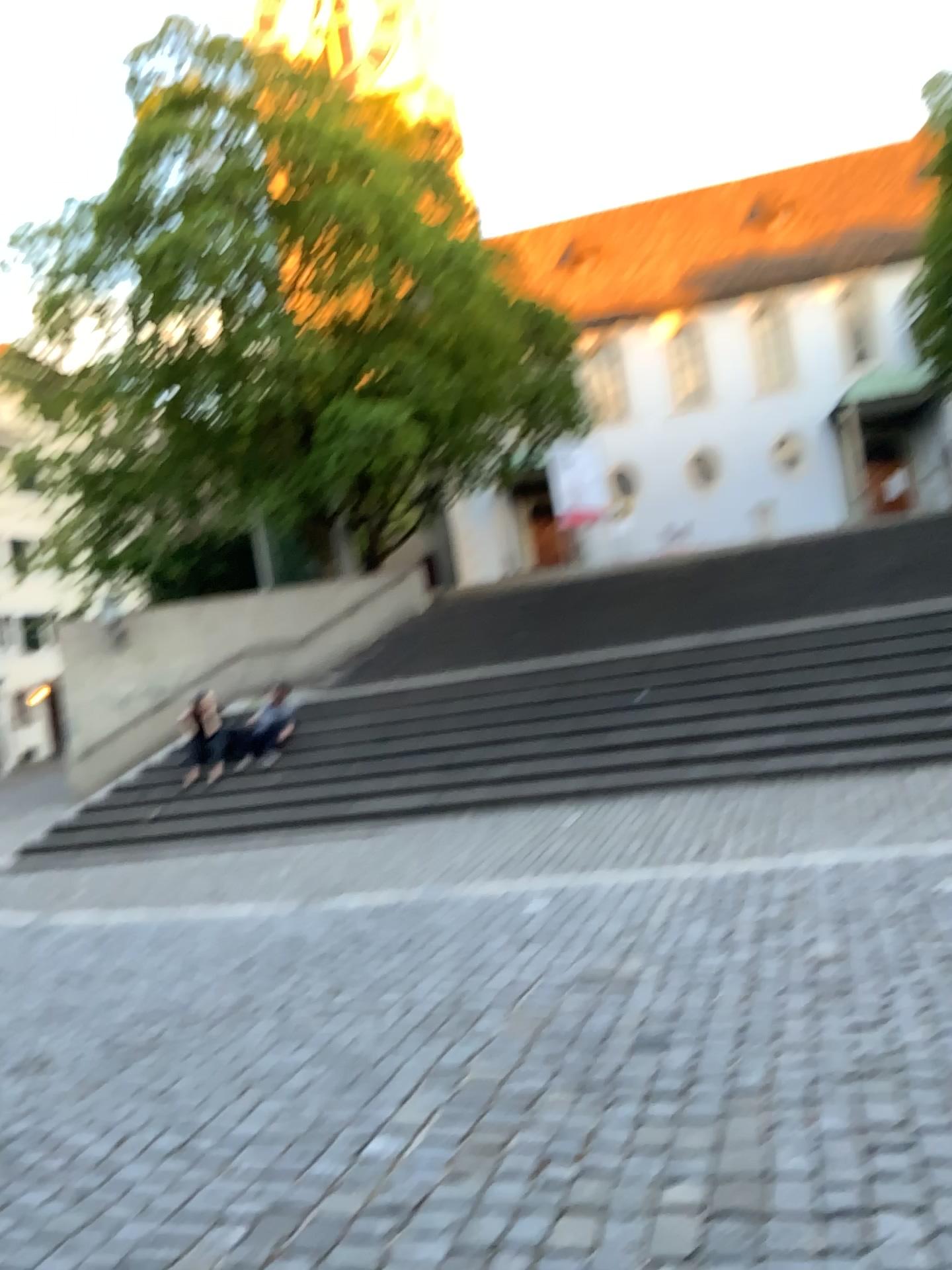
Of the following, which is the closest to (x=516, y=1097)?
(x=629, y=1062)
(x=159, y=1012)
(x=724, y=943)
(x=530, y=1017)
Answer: (x=629, y=1062)
